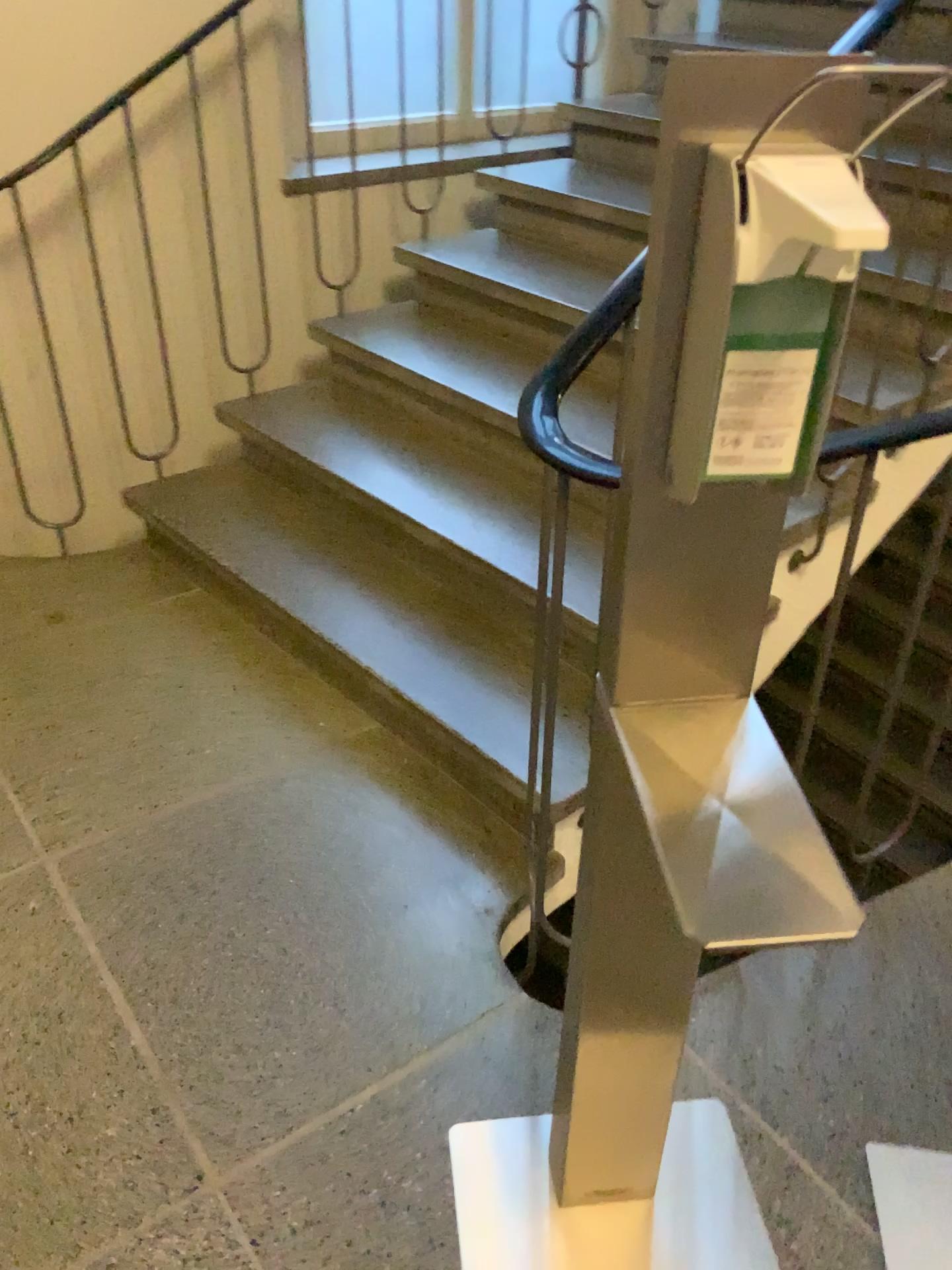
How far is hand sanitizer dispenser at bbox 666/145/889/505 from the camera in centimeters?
63cm

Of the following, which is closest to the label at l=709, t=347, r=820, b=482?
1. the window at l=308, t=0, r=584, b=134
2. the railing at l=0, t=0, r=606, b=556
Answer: the railing at l=0, t=0, r=606, b=556

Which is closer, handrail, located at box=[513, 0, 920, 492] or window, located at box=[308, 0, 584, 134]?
handrail, located at box=[513, 0, 920, 492]

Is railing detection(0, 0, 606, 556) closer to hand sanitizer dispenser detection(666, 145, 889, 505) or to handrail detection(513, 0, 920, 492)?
handrail detection(513, 0, 920, 492)

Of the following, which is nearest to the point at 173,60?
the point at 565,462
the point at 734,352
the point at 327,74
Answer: the point at 327,74

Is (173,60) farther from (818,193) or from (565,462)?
(818,193)

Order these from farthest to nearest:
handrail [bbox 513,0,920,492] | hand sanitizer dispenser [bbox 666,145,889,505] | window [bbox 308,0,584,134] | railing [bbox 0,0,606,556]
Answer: window [bbox 308,0,584,134]
railing [bbox 0,0,606,556]
handrail [bbox 513,0,920,492]
hand sanitizer dispenser [bbox 666,145,889,505]

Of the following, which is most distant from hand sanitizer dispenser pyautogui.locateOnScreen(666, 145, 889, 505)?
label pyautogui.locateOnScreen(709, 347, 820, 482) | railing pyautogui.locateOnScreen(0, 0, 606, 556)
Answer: railing pyautogui.locateOnScreen(0, 0, 606, 556)

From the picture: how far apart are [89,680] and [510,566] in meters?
1.0

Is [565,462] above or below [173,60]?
below
